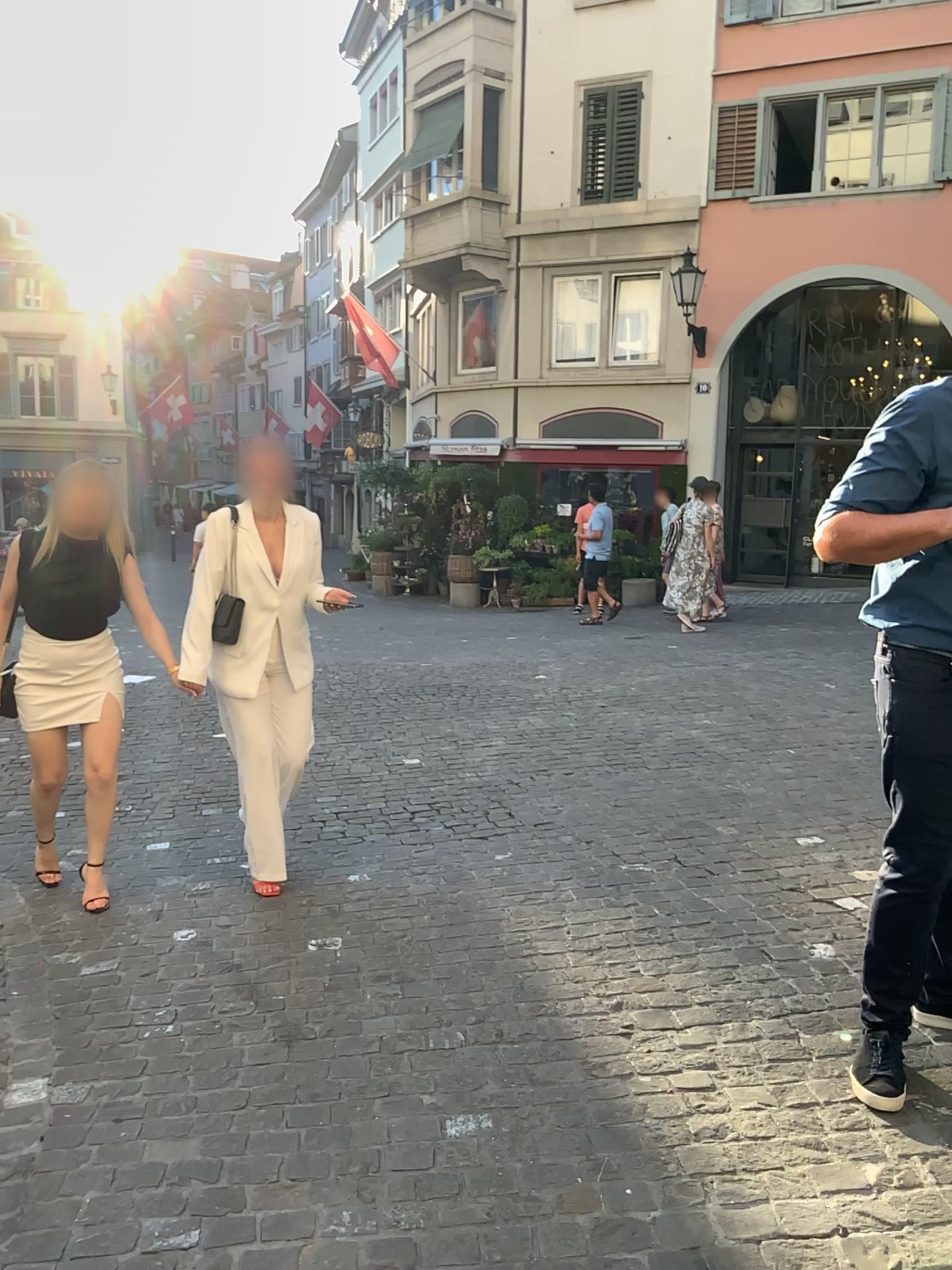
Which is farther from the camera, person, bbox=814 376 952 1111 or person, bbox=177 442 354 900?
person, bbox=177 442 354 900

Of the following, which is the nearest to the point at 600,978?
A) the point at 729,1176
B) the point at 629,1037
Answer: the point at 629,1037

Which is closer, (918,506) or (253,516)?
(918,506)
